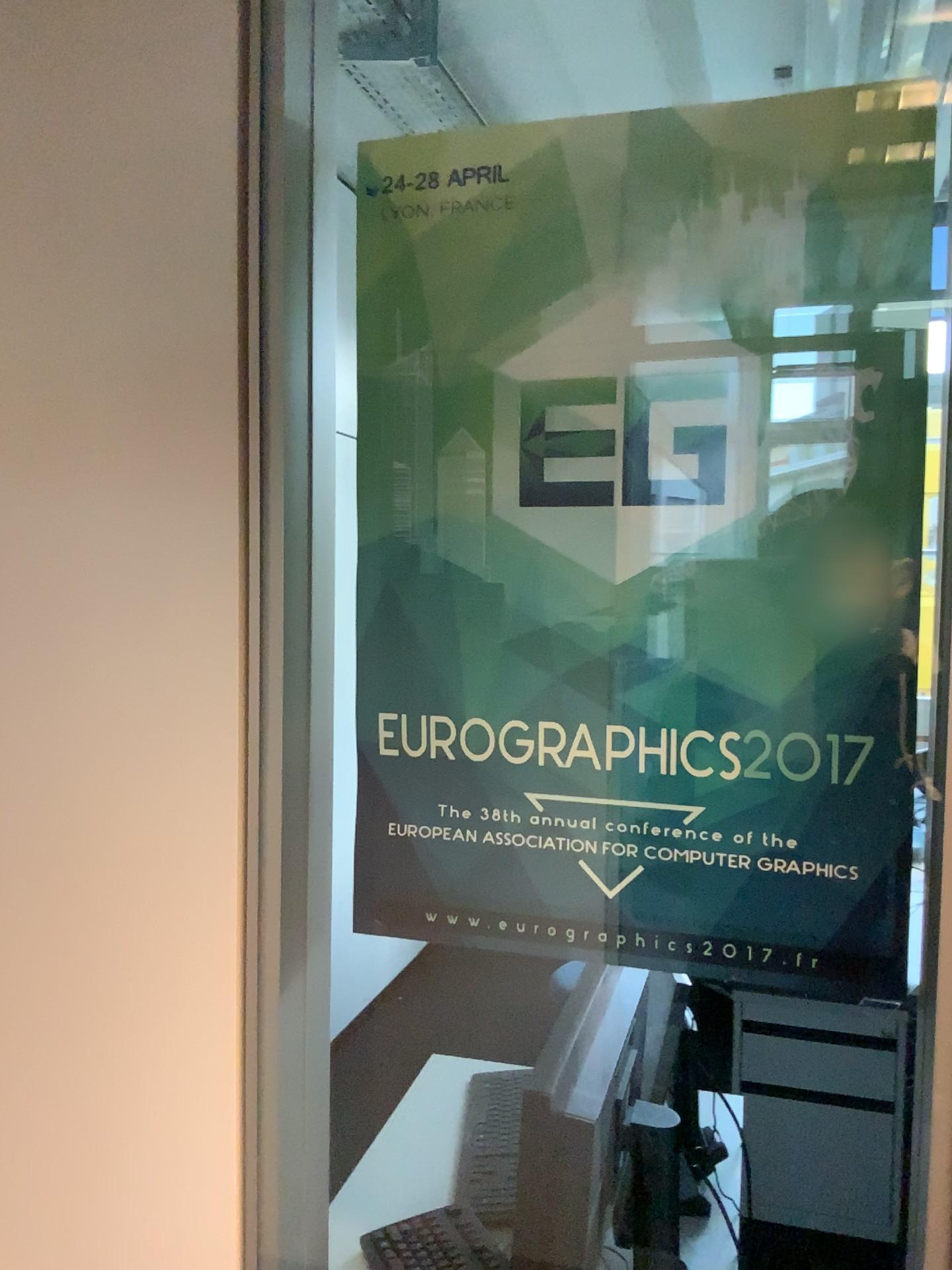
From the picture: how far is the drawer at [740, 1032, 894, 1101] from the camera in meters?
1.3

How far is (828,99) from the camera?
0.7 meters

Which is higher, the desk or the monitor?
the monitor

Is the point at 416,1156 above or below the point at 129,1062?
below

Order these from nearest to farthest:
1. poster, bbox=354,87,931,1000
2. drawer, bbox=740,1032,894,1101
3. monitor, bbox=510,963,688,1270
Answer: poster, bbox=354,87,931,1000 < monitor, bbox=510,963,688,1270 < drawer, bbox=740,1032,894,1101

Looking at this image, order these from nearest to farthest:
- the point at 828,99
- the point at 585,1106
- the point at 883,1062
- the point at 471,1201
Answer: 1. the point at 828,99
2. the point at 585,1106
3. the point at 883,1062
4. the point at 471,1201

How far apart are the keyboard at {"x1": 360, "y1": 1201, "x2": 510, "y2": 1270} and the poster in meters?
0.8 m

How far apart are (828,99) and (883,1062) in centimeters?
109cm

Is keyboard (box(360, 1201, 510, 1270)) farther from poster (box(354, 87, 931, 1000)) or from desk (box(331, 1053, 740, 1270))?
poster (box(354, 87, 931, 1000))

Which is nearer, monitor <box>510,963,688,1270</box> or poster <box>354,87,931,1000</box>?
poster <box>354,87,931,1000</box>
